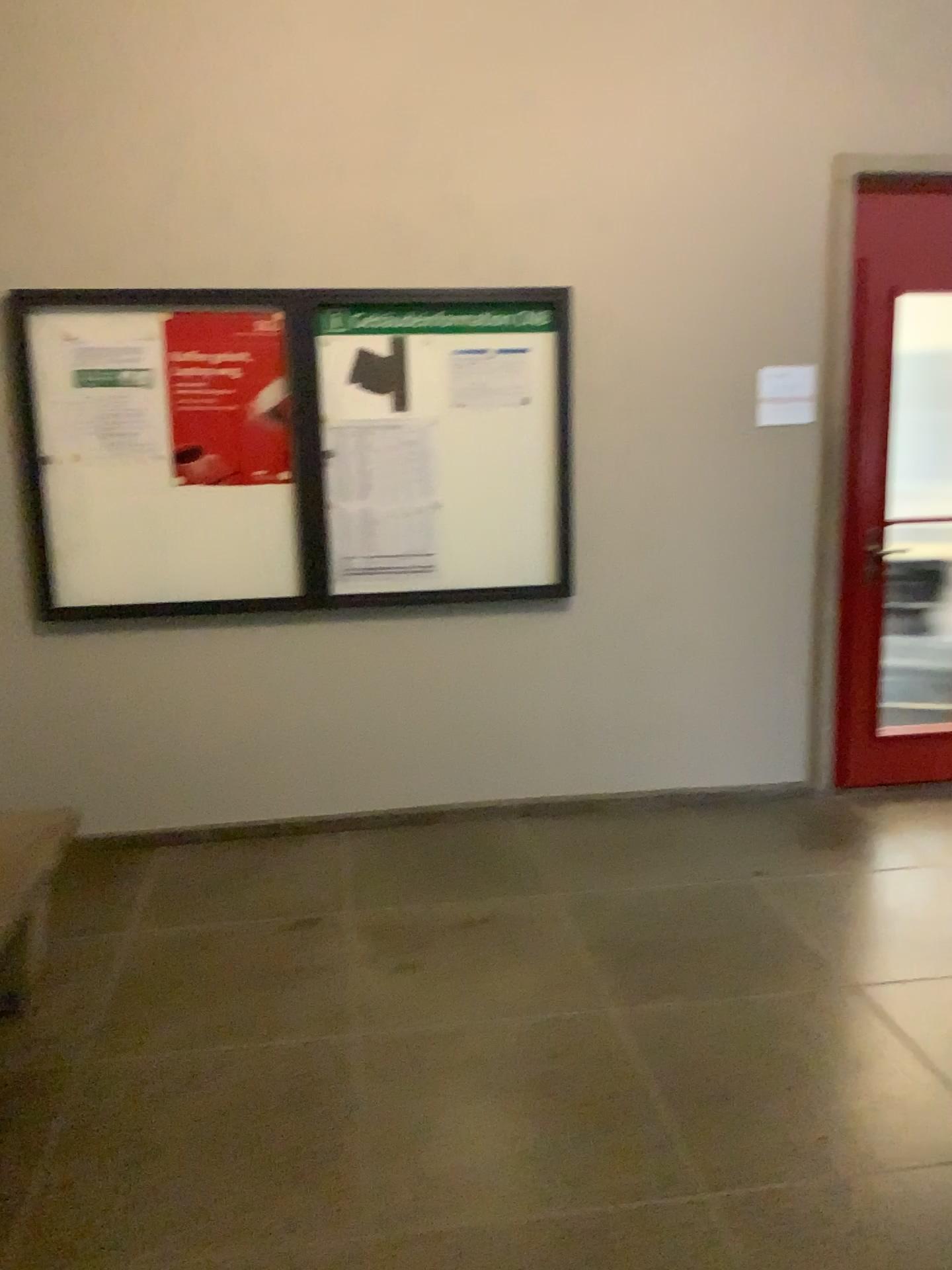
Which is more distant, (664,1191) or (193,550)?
(193,550)

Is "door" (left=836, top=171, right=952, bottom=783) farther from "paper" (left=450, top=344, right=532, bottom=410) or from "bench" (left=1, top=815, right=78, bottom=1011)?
"bench" (left=1, top=815, right=78, bottom=1011)

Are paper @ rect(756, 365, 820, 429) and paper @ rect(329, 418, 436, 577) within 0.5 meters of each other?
no

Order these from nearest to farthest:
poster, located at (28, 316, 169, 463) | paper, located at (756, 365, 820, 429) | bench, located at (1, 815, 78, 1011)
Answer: bench, located at (1, 815, 78, 1011)
poster, located at (28, 316, 169, 463)
paper, located at (756, 365, 820, 429)

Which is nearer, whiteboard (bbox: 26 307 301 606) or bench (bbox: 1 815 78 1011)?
bench (bbox: 1 815 78 1011)

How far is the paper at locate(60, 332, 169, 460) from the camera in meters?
3.6 m

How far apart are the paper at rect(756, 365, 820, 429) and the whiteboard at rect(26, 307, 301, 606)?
1.78m

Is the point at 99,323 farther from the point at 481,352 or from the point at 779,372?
the point at 779,372

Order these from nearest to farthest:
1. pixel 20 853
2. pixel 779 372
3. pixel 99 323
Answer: pixel 20 853 → pixel 99 323 → pixel 779 372

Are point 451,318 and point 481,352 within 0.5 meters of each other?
yes
